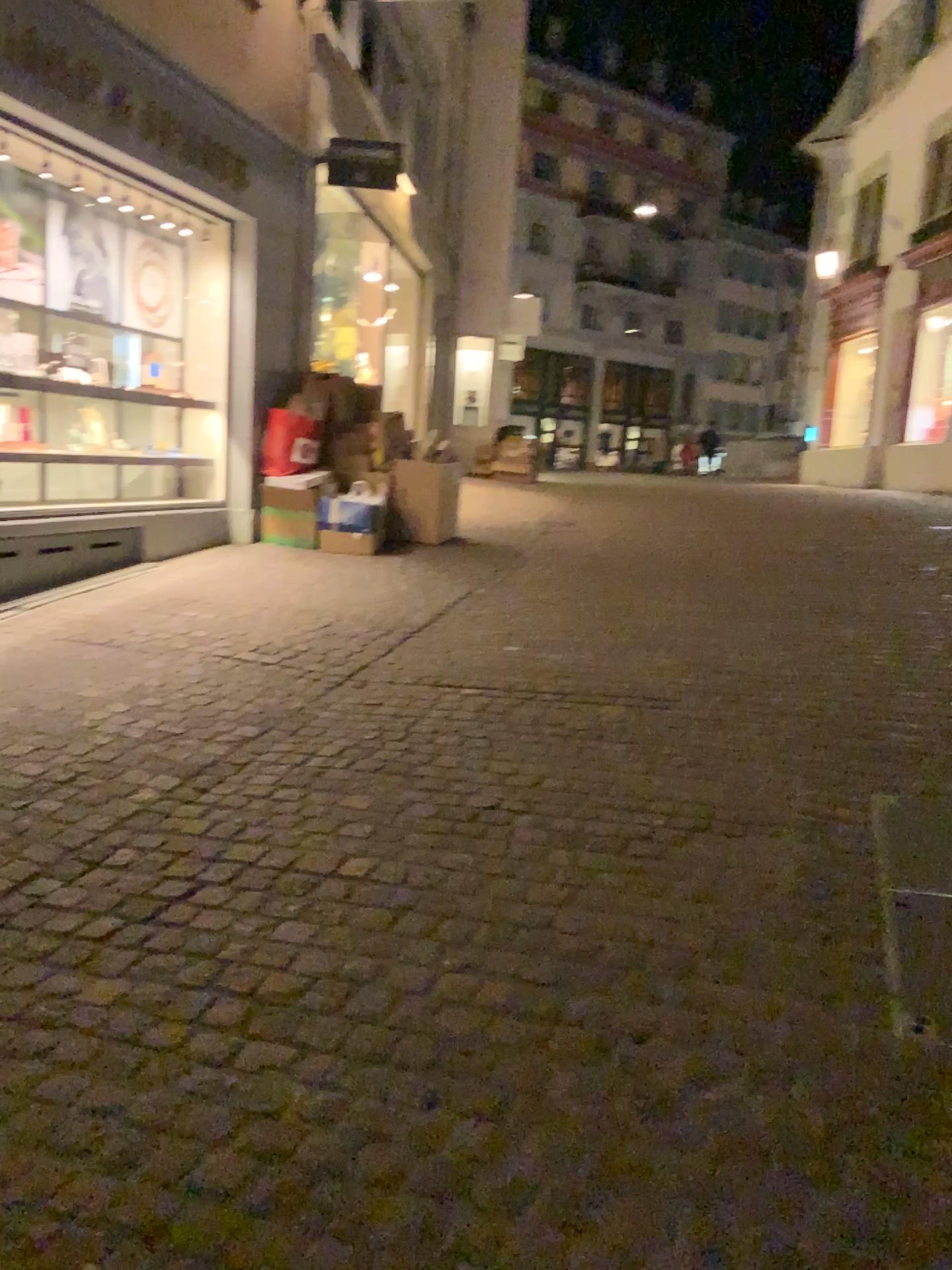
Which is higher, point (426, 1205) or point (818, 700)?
point (818, 700)
